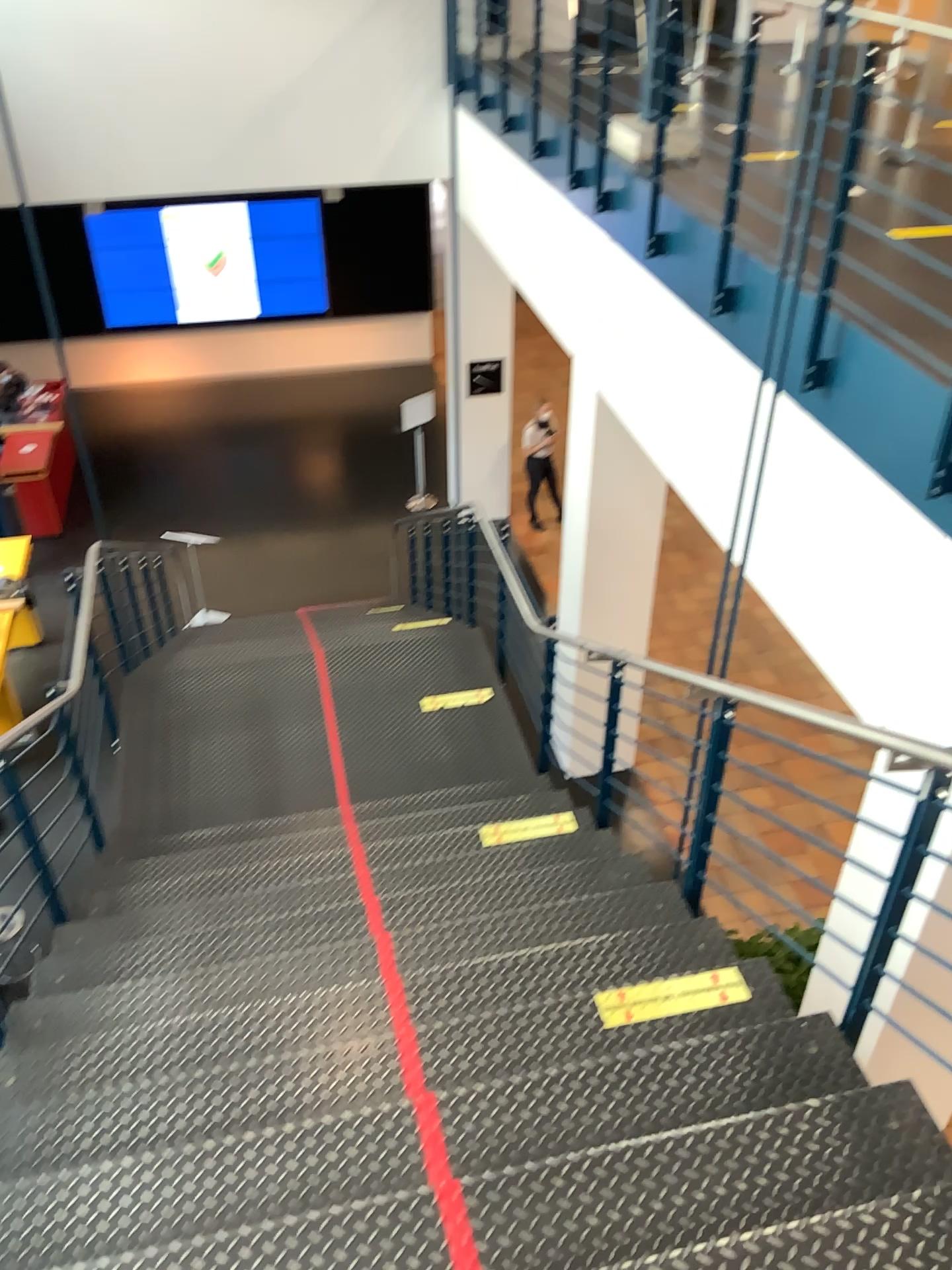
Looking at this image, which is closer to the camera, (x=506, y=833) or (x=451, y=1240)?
(x=451, y=1240)

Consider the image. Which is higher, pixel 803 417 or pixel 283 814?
pixel 803 417

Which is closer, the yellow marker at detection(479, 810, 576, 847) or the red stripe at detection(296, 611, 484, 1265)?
the red stripe at detection(296, 611, 484, 1265)

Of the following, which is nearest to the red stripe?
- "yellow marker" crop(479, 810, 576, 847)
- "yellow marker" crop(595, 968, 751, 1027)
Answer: "yellow marker" crop(595, 968, 751, 1027)

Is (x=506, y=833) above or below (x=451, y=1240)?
below

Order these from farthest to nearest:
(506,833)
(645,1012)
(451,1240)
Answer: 1. (506,833)
2. (645,1012)
3. (451,1240)

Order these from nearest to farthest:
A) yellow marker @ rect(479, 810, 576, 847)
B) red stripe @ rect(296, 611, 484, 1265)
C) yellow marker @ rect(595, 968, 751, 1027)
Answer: red stripe @ rect(296, 611, 484, 1265) → yellow marker @ rect(595, 968, 751, 1027) → yellow marker @ rect(479, 810, 576, 847)

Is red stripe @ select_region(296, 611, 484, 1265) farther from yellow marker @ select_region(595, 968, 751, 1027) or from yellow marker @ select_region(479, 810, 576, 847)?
yellow marker @ select_region(479, 810, 576, 847)

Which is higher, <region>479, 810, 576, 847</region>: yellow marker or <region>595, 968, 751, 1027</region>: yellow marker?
<region>595, 968, 751, 1027</region>: yellow marker

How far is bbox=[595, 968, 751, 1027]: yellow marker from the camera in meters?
2.7
